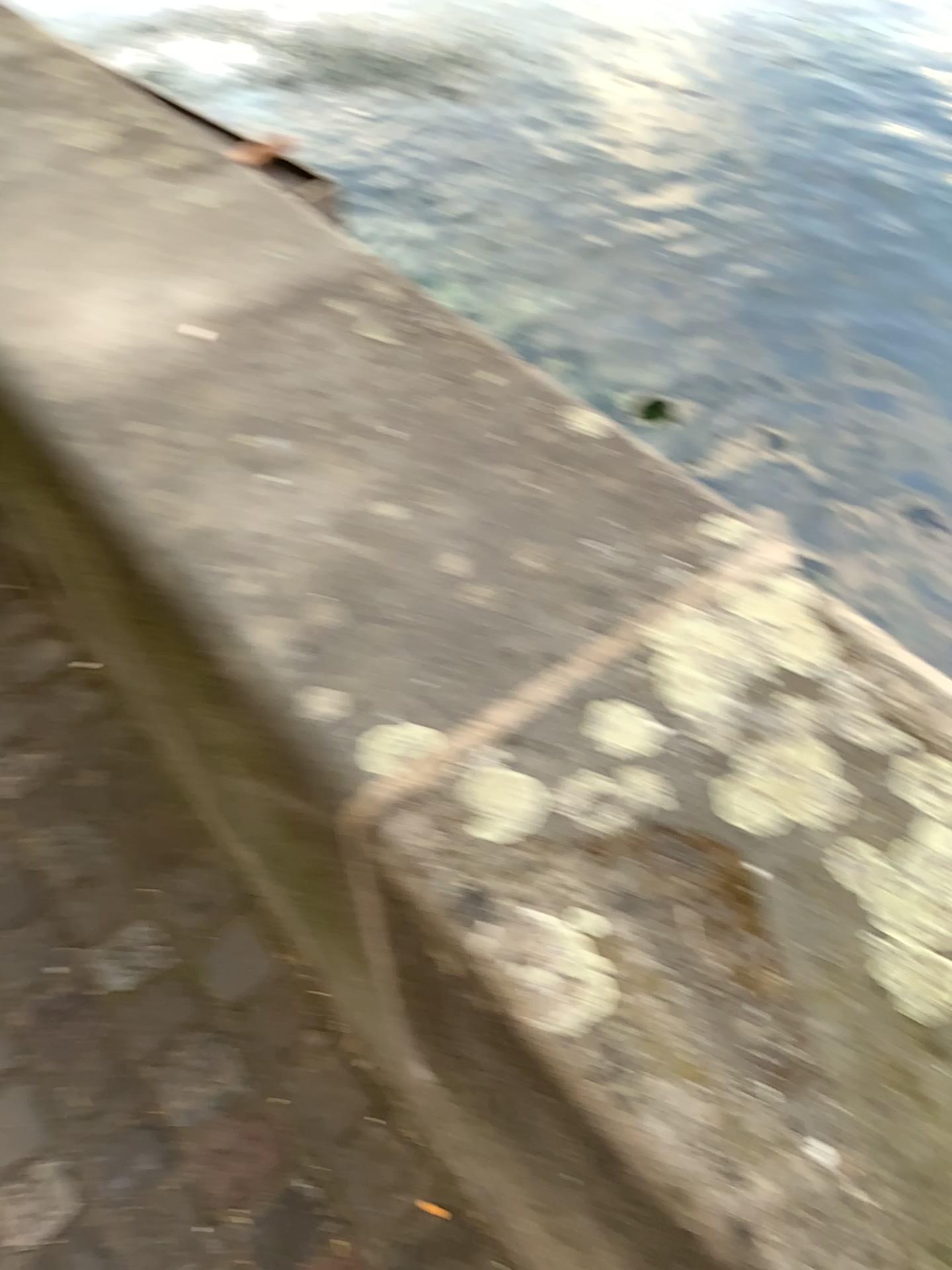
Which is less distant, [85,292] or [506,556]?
[506,556]
